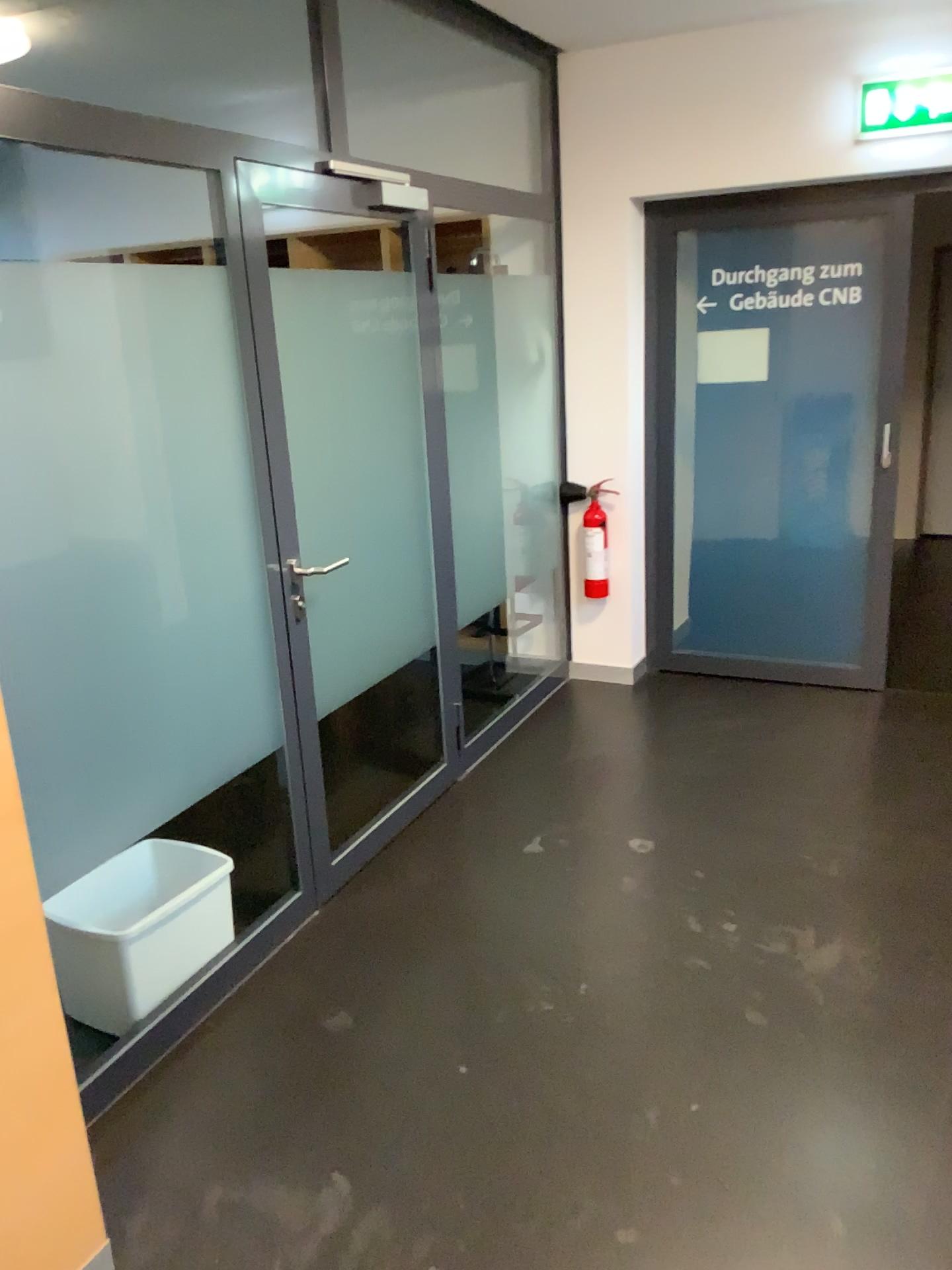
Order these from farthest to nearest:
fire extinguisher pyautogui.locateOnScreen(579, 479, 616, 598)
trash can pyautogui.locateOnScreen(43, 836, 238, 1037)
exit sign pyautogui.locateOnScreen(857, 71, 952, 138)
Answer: fire extinguisher pyautogui.locateOnScreen(579, 479, 616, 598) < exit sign pyautogui.locateOnScreen(857, 71, 952, 138) < trash can pyautogui.locateOnScreen(43, 836, 238, 1037)

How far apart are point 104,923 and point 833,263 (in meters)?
3.55

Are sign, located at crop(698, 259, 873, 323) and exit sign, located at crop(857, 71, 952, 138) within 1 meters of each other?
yes

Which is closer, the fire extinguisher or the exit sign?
the exit sign

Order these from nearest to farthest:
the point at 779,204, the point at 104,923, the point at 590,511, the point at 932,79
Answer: the point at 104,923, the point at 932,79, the point at 779,204, the point at 590,511

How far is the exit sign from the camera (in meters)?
3.65

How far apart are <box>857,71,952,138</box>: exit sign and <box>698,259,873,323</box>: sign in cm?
51

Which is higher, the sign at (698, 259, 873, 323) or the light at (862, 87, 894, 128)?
the light at (862, 87, 894, 128)

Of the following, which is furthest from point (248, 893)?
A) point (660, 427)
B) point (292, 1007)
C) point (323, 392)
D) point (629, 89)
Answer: point (629, 89)

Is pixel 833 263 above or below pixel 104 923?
above
